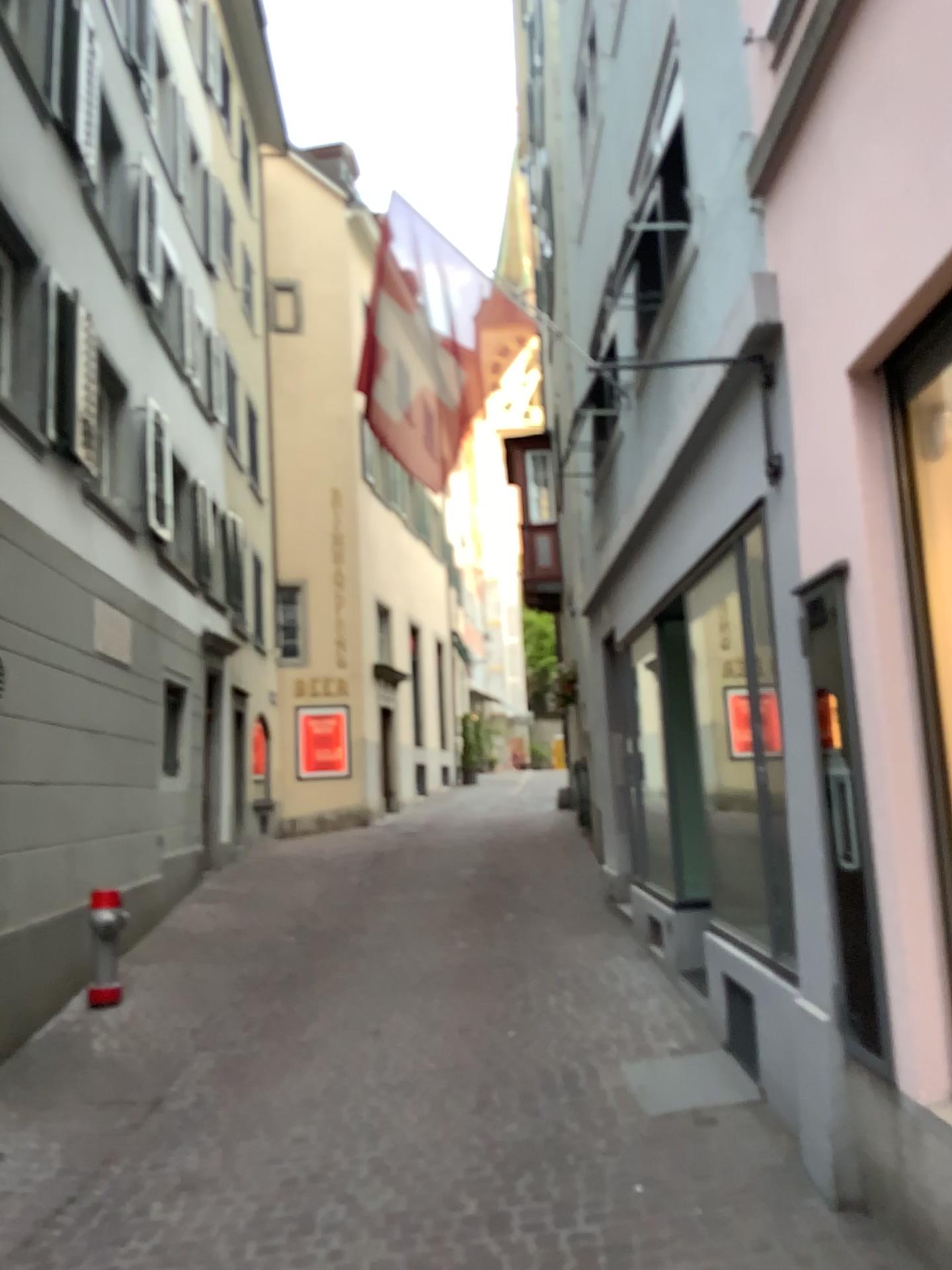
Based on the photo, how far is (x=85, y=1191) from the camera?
4.17m

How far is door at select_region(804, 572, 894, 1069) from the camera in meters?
3.2

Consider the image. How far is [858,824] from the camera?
3.15m
